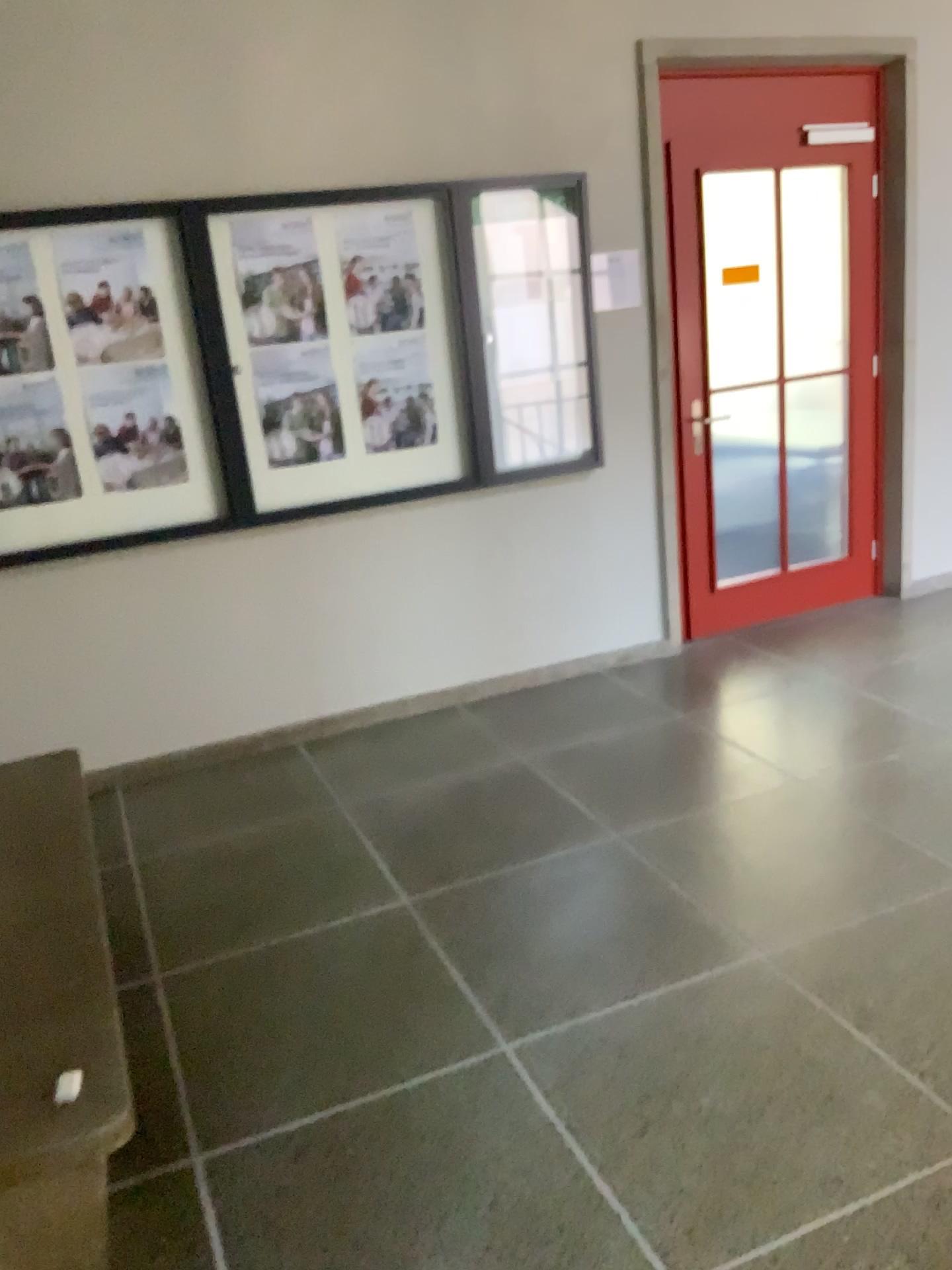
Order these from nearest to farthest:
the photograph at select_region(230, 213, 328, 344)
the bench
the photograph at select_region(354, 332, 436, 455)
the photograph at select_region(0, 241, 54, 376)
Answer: the bench, the photograph at select_region(0, 241, 54, 376), the photograph at select_region(230, 213, 328, 344), the photograph at select_region(354, 332, 436, 455)

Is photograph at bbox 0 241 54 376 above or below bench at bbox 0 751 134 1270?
above

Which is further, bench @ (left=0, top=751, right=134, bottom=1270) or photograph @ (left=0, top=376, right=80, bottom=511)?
photograph @ (left=0, top=376, right=80, bottom=511)

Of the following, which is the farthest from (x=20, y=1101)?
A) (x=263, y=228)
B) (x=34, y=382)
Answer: (x=263, y=228)

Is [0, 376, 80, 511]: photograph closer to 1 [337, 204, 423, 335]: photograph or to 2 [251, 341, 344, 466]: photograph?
2 [251, 341, 344, 466]: photograph

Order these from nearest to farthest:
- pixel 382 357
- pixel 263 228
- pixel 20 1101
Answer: pixel 20 1101 → pixel 263 228 → pixel 382 357

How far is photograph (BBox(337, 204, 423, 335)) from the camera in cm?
387

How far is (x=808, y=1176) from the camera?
1.9m

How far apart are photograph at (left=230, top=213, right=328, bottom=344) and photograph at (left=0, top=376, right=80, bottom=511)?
0.71m

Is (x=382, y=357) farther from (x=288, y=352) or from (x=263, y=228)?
(x=263, y=228)
